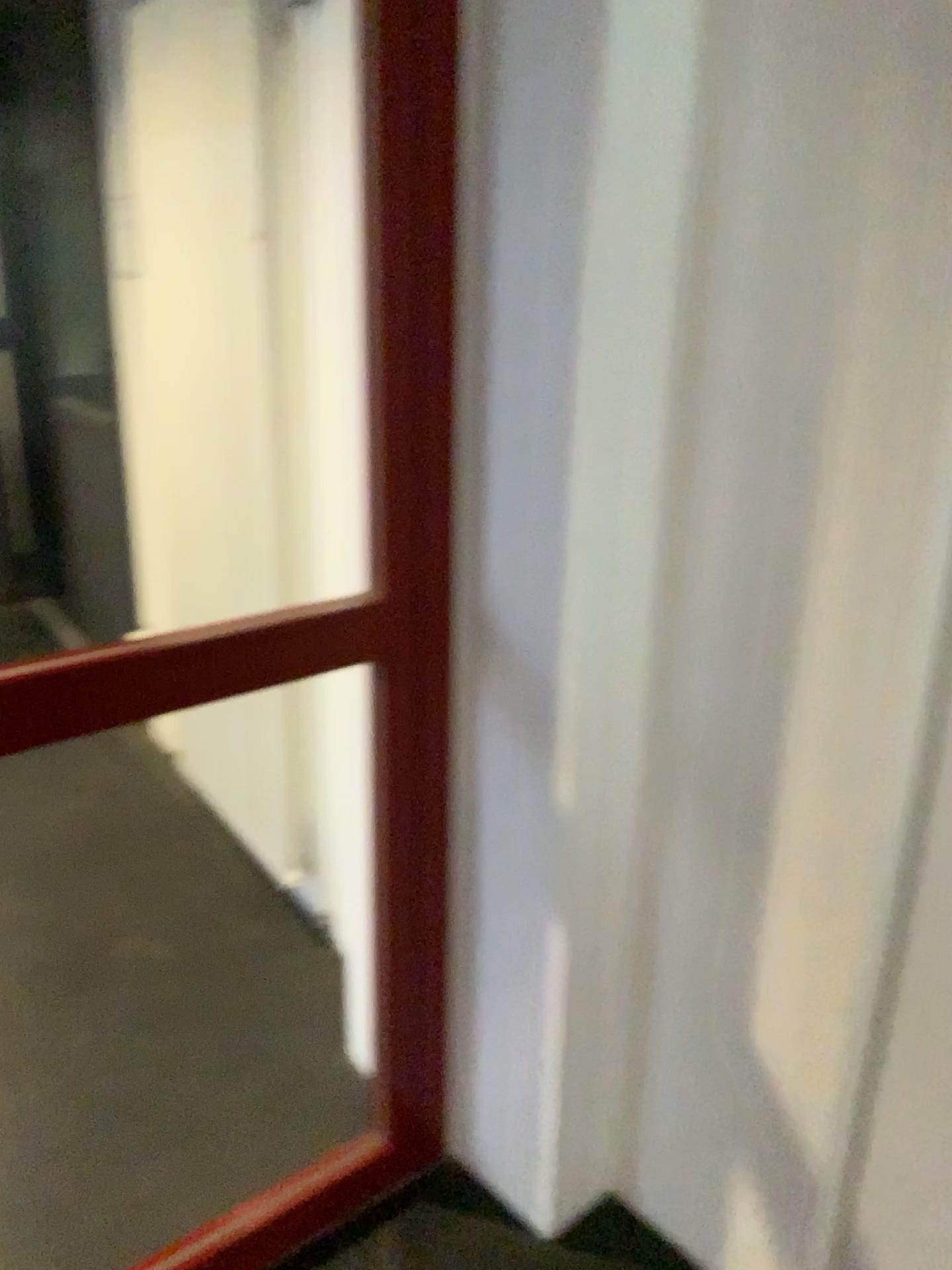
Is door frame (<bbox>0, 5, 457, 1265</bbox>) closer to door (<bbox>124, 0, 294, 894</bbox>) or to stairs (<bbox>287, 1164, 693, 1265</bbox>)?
stairs (<bbox>287, 1164, 693, 1265</bbox>)

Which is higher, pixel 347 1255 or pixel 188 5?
pixel 188 5

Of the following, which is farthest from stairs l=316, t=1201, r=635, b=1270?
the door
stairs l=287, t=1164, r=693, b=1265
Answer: the door

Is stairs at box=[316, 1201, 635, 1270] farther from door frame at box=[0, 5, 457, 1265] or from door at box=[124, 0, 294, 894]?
door at box=[124, 0, 294, 894]

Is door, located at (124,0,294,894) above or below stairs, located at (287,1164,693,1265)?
above

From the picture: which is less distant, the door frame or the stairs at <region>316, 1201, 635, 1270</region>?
the door frame

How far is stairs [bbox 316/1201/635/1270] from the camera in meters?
1.8 m

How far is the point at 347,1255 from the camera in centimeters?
180cm

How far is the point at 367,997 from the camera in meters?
1.8 m

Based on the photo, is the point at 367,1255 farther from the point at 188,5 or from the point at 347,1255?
the point at 188,5
